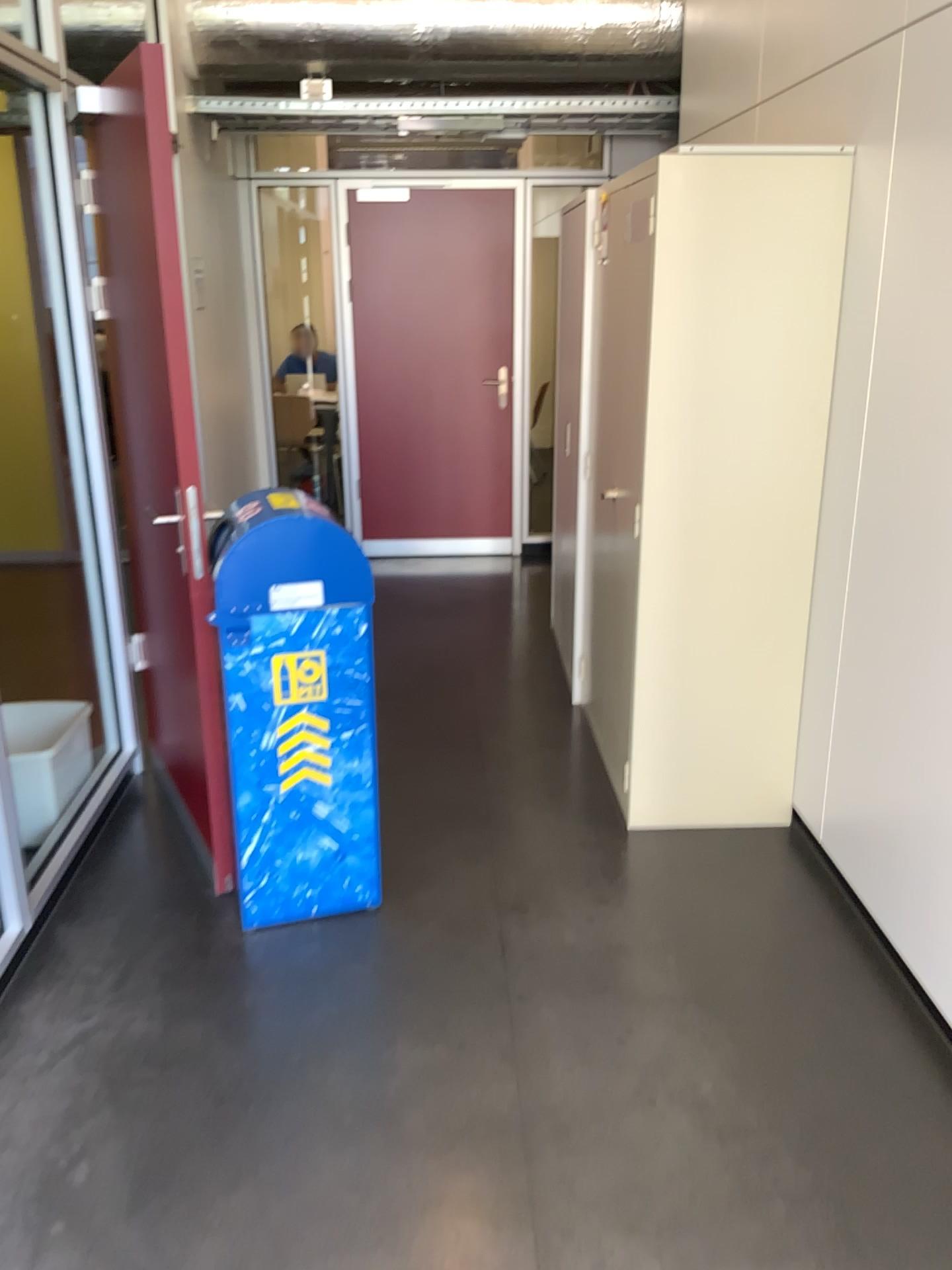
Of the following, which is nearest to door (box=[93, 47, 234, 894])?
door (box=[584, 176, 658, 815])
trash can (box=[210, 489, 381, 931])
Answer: trash can (box=[210, 489, 381, 931])

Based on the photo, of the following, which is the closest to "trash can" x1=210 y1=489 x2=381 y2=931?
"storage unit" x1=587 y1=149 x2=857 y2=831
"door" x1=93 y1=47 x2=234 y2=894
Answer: "door" x1=93 y1=47 x2=234 y2=894

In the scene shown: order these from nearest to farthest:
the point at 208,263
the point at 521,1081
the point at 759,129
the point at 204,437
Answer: the point at 521,1081 → the point at 204,437 → the point at 759,129 → the point at 208,263

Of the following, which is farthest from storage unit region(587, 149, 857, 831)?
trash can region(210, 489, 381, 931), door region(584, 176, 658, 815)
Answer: trash can region(210, 489, 381, 931)

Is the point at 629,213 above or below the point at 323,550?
above

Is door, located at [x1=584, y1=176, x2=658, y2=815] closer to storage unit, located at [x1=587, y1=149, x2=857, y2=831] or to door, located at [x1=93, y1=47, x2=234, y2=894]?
storage unit, located at [x1=587, y1=149, x2=857, y2=831]

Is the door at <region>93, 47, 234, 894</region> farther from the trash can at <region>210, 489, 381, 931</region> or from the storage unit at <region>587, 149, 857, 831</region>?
the storage unit at <region>587, 149, 857, 831</region>

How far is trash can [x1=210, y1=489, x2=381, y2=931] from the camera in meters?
2.5

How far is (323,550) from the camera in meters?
2.5

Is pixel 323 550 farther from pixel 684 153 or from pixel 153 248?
pixel 684 153
